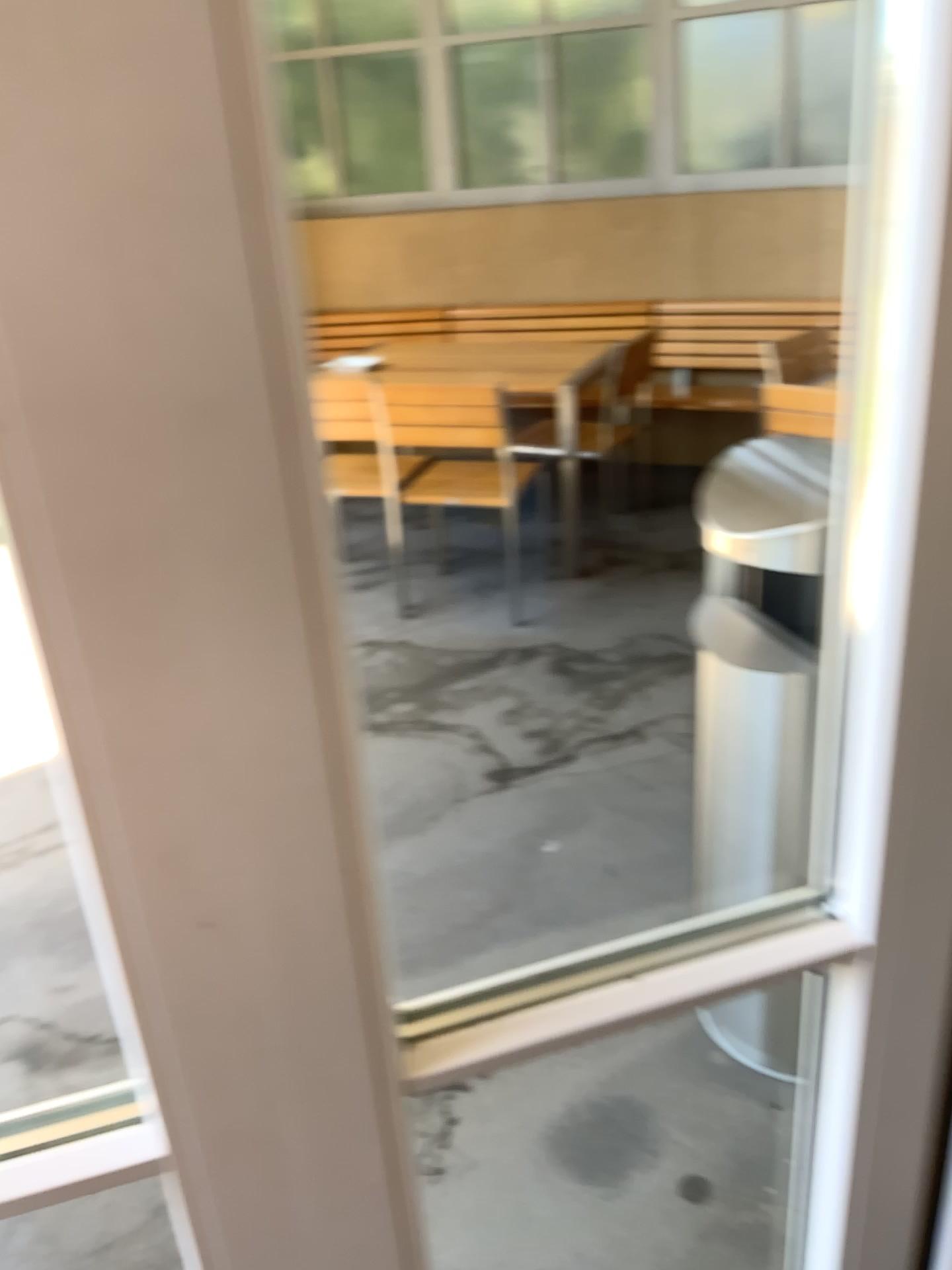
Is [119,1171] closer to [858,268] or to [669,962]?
[669,962]
